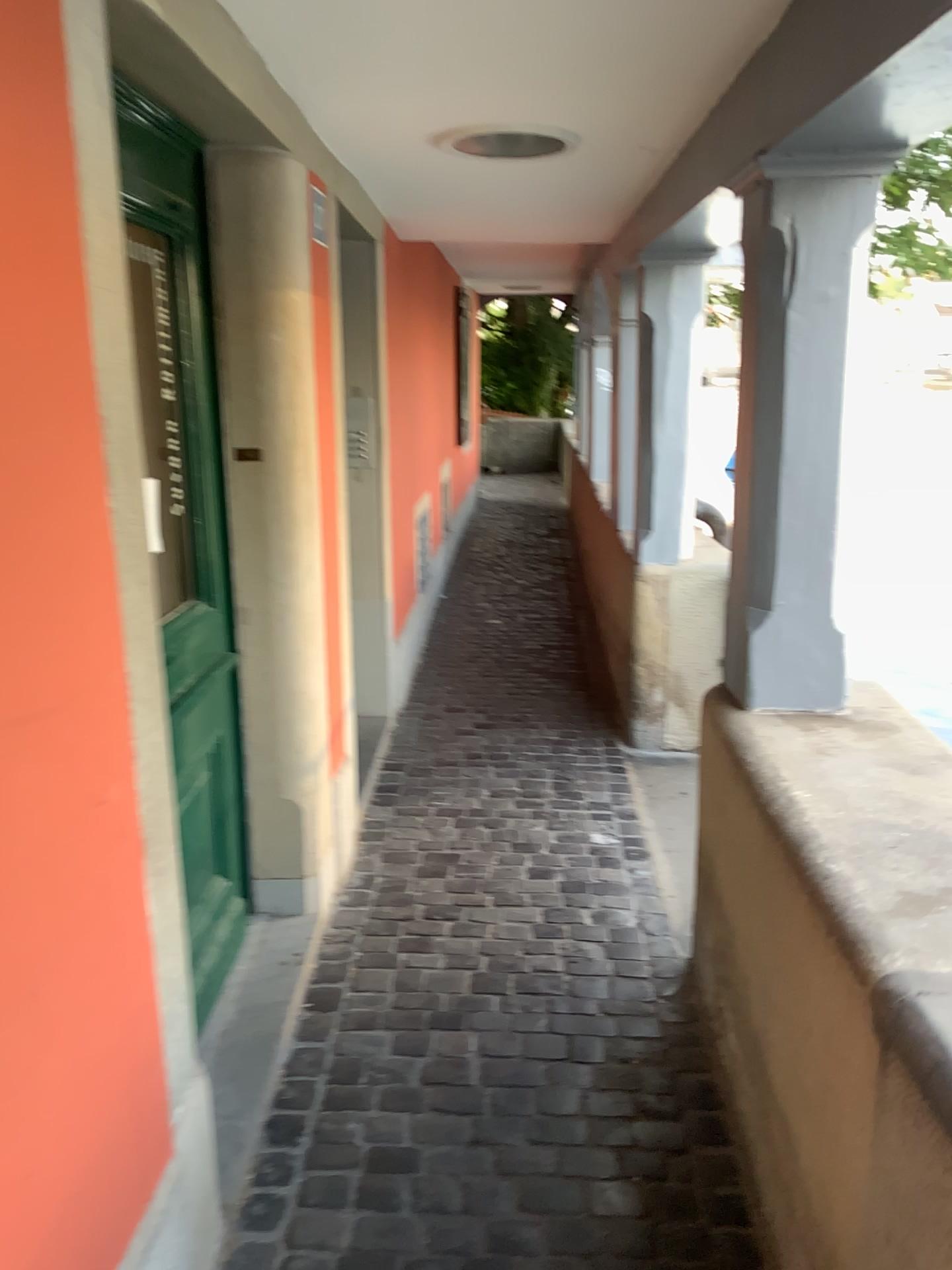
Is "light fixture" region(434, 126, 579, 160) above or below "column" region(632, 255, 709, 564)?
above

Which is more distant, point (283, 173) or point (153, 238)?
point (283, 173)

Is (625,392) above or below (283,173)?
below

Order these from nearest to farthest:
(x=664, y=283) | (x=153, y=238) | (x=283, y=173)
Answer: (x=153, y=238) → (x=283, y=173) → (x=664, y=283)

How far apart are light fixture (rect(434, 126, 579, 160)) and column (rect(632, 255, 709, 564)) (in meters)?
0.99

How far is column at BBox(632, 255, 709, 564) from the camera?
3.78m

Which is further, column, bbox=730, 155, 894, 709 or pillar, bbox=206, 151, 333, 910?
pillar, bbox=206, 151, 333, 910

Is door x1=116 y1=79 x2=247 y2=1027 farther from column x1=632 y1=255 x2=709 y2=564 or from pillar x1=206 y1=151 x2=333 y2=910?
column x1=632 y1=255 x2=709 y2=564

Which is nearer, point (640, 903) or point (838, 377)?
point (838, 377)

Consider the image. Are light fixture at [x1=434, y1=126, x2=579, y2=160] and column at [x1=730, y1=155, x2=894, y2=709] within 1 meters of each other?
yes
